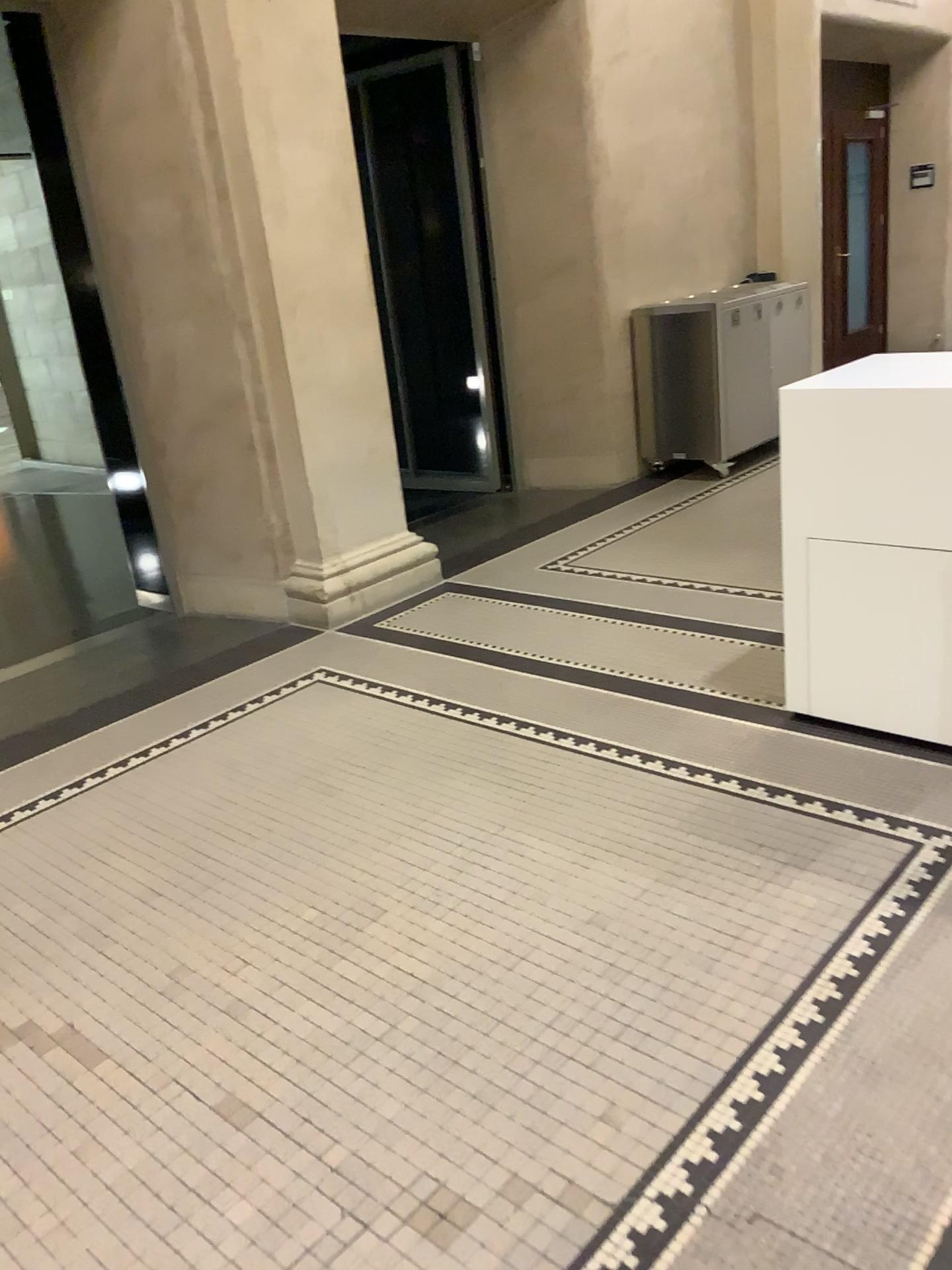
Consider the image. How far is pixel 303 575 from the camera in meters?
4.6

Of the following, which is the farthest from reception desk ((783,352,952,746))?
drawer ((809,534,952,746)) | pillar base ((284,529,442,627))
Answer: pillar base ((284,529,442,627))

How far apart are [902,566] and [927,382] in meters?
0.5

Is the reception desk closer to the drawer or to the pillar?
the drawer

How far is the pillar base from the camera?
4.6 meters

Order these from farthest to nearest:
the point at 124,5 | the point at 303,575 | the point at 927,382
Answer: the point at 303,575, the point at 124,5, the point at 927,382

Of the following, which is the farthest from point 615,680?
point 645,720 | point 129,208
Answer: point 129,208

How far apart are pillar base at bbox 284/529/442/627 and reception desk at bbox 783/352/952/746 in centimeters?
207cm

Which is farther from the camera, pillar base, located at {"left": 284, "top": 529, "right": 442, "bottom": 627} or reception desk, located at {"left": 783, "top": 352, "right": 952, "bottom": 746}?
pillar base, located at {"left": 284, "top": 529, "right": 442, "bottom": 627}

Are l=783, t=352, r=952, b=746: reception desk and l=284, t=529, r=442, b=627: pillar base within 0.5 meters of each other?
no
